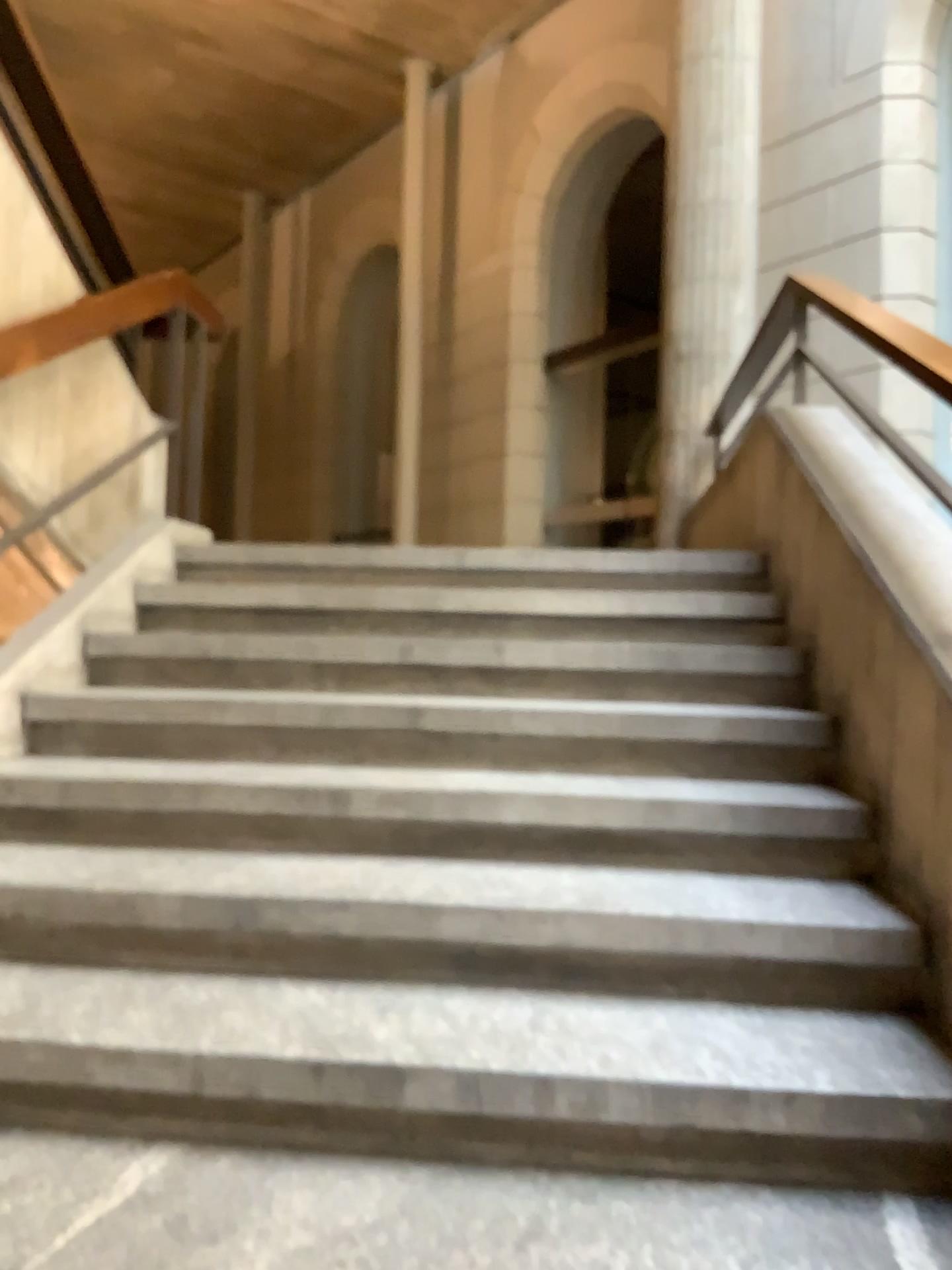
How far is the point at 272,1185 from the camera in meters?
1.5
